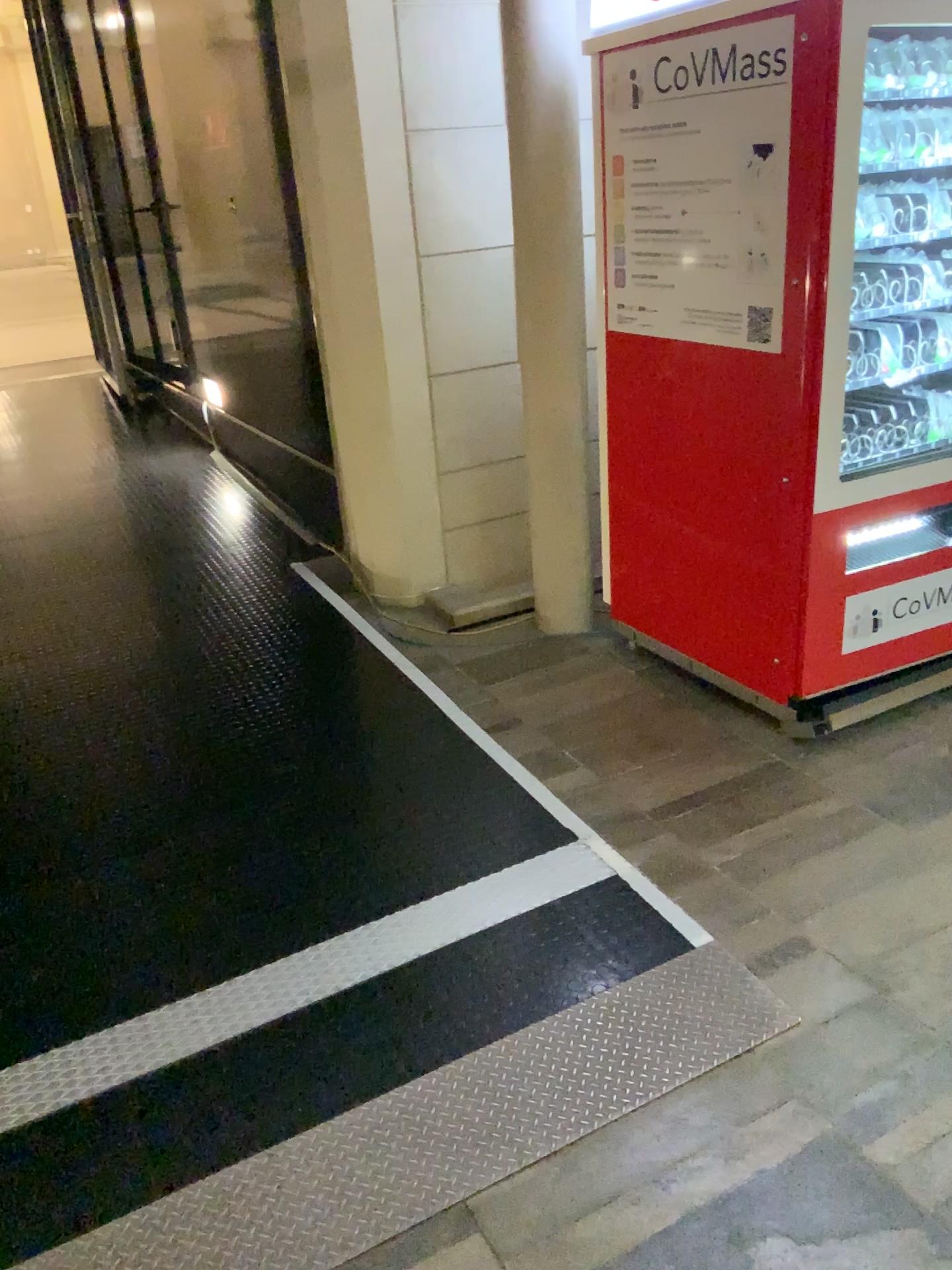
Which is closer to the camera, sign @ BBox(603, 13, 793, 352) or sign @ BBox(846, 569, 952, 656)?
sign @ BBox(603, 13, 793, 352)

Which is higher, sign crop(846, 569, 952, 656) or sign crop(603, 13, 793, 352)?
sign crop(603, 13, 793, 352)

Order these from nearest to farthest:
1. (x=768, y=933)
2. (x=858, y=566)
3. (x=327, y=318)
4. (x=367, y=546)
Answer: (x=768, y=933) < (x=858, y=566) < (x=327, y=318) < (x=367, y=546)

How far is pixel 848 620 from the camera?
2.89m

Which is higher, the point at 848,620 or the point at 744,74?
the point at 744,74

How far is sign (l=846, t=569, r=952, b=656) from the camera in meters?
2.9

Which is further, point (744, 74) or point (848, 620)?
point (848, 620)
